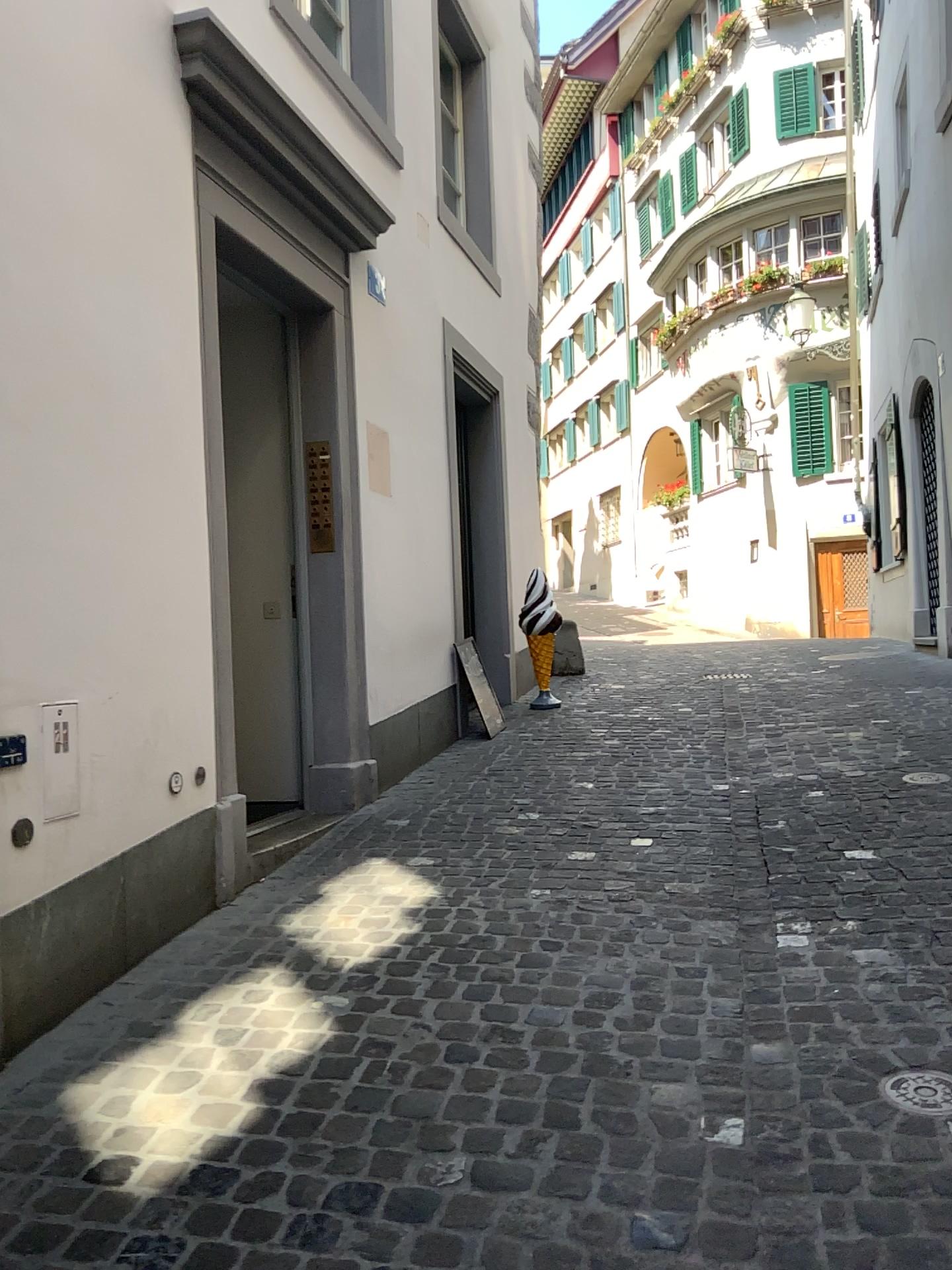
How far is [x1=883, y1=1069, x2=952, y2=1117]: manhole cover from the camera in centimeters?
216cm

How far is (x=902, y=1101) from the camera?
2.16m

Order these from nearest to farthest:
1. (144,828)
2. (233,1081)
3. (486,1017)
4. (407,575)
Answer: (233,1081) < (486,1017) < (144,828) < (407,575)
